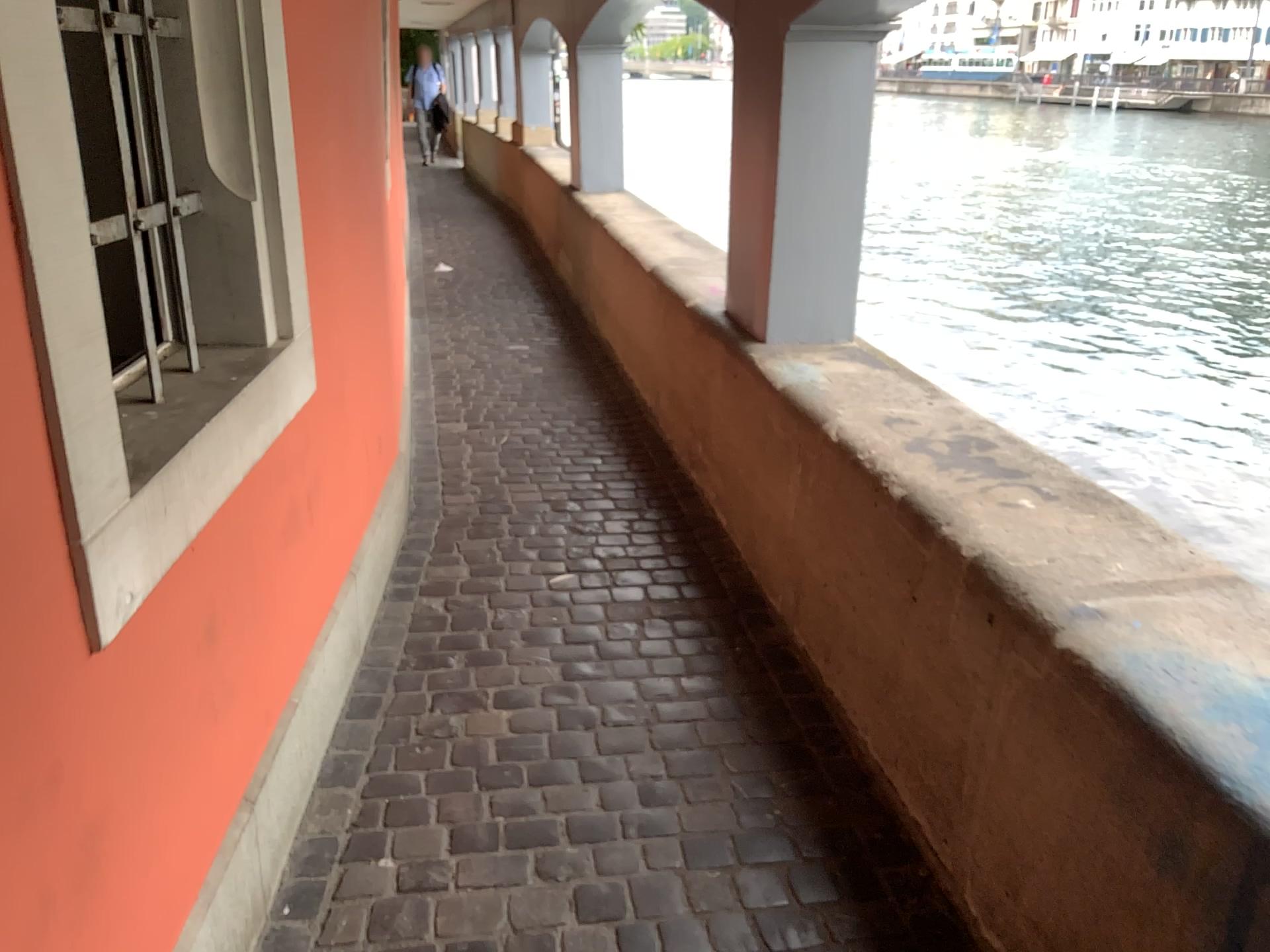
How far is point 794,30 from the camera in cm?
286

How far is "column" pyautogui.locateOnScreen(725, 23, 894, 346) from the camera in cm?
286

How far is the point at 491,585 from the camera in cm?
292

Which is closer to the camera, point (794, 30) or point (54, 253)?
point (54, 253)

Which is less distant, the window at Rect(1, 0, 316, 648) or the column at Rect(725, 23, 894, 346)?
the window at Rect(1, 0, 316, 648)
